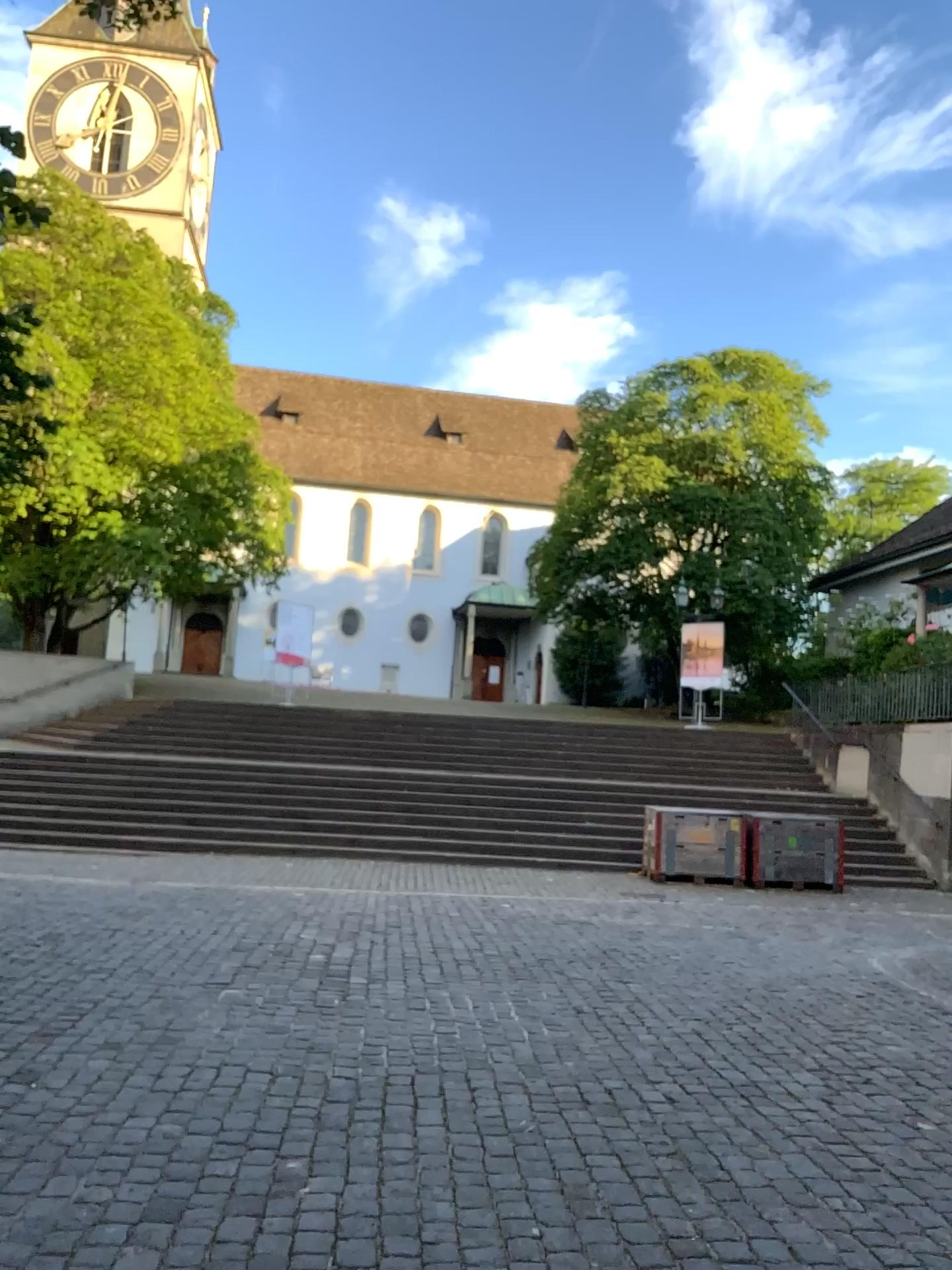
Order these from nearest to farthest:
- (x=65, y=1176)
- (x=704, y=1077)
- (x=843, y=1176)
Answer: (x=65, y=1176)
(x=843, y=1176)
(x=704, y=1077)
